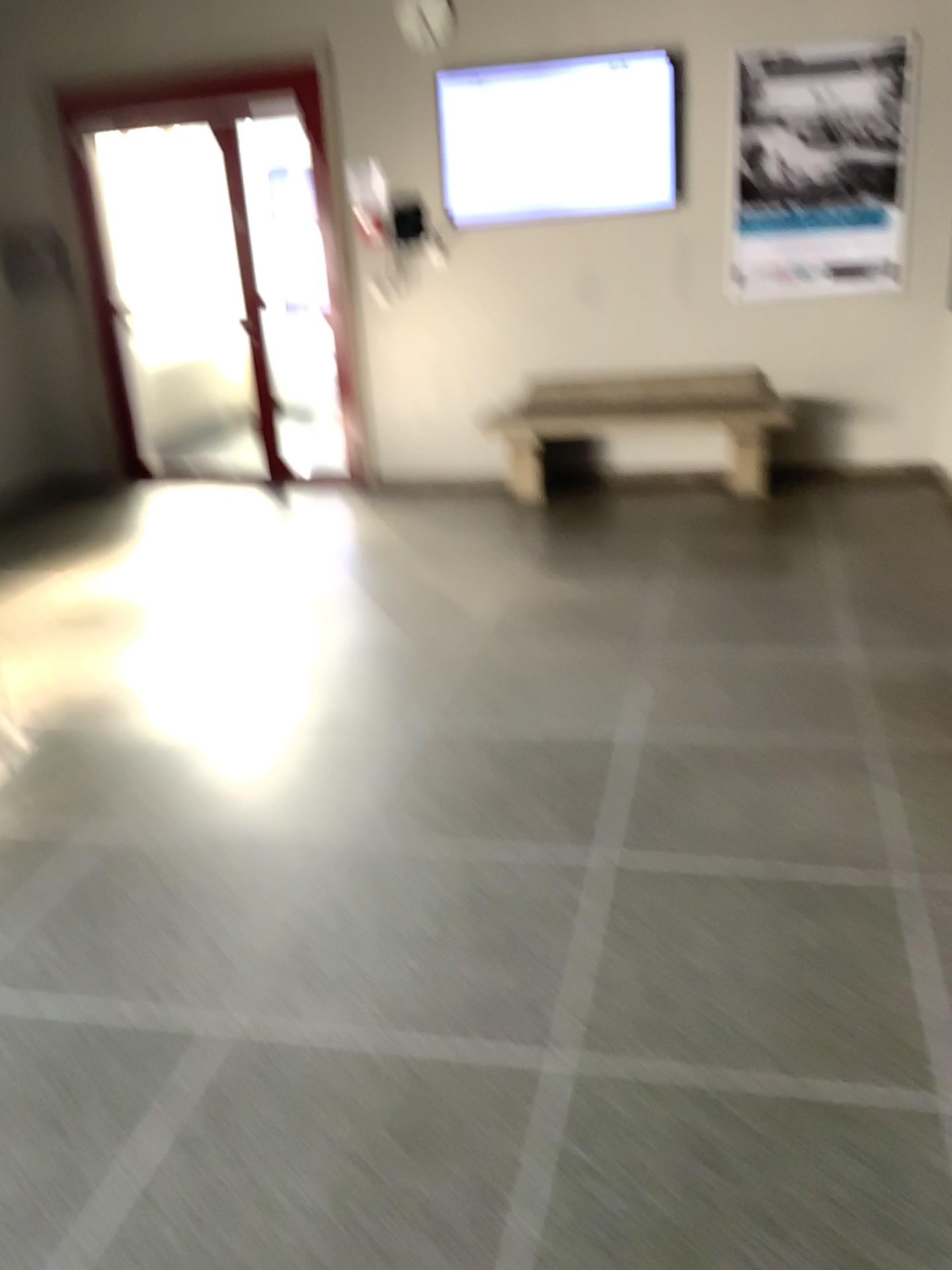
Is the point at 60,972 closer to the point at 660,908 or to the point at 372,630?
the point at 660,908
